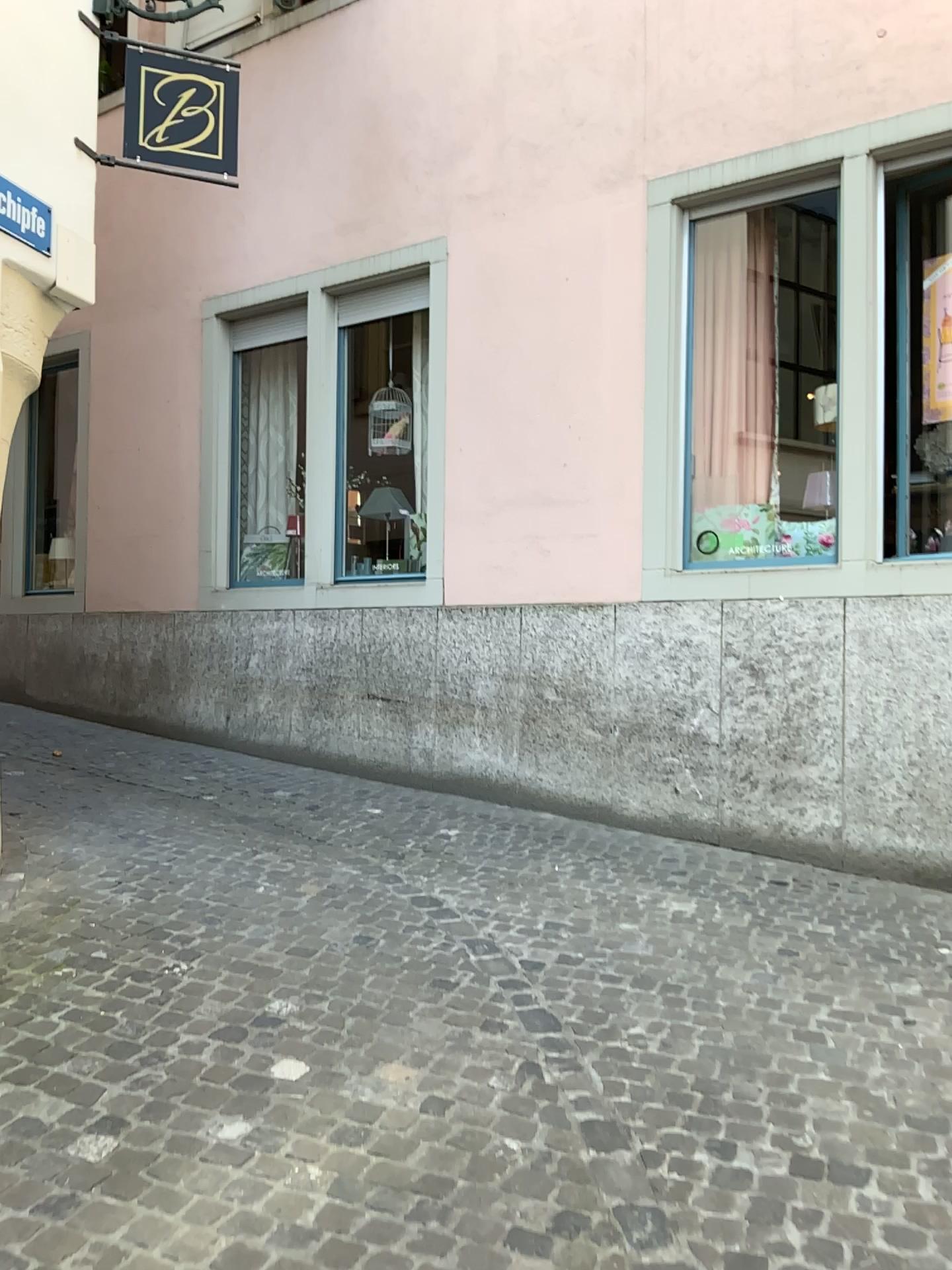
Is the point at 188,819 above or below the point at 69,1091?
above
